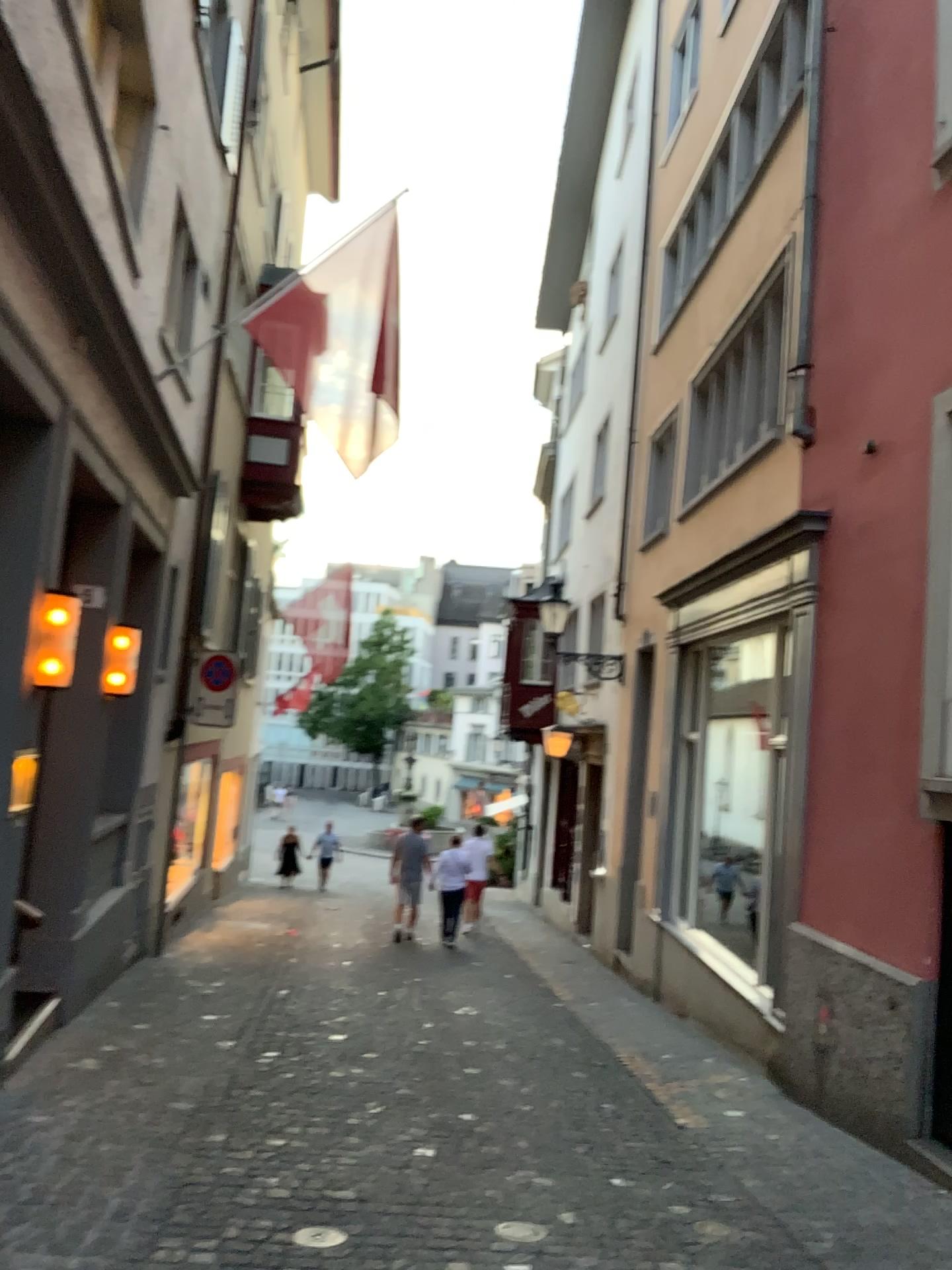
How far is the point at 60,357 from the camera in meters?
4.7 m
